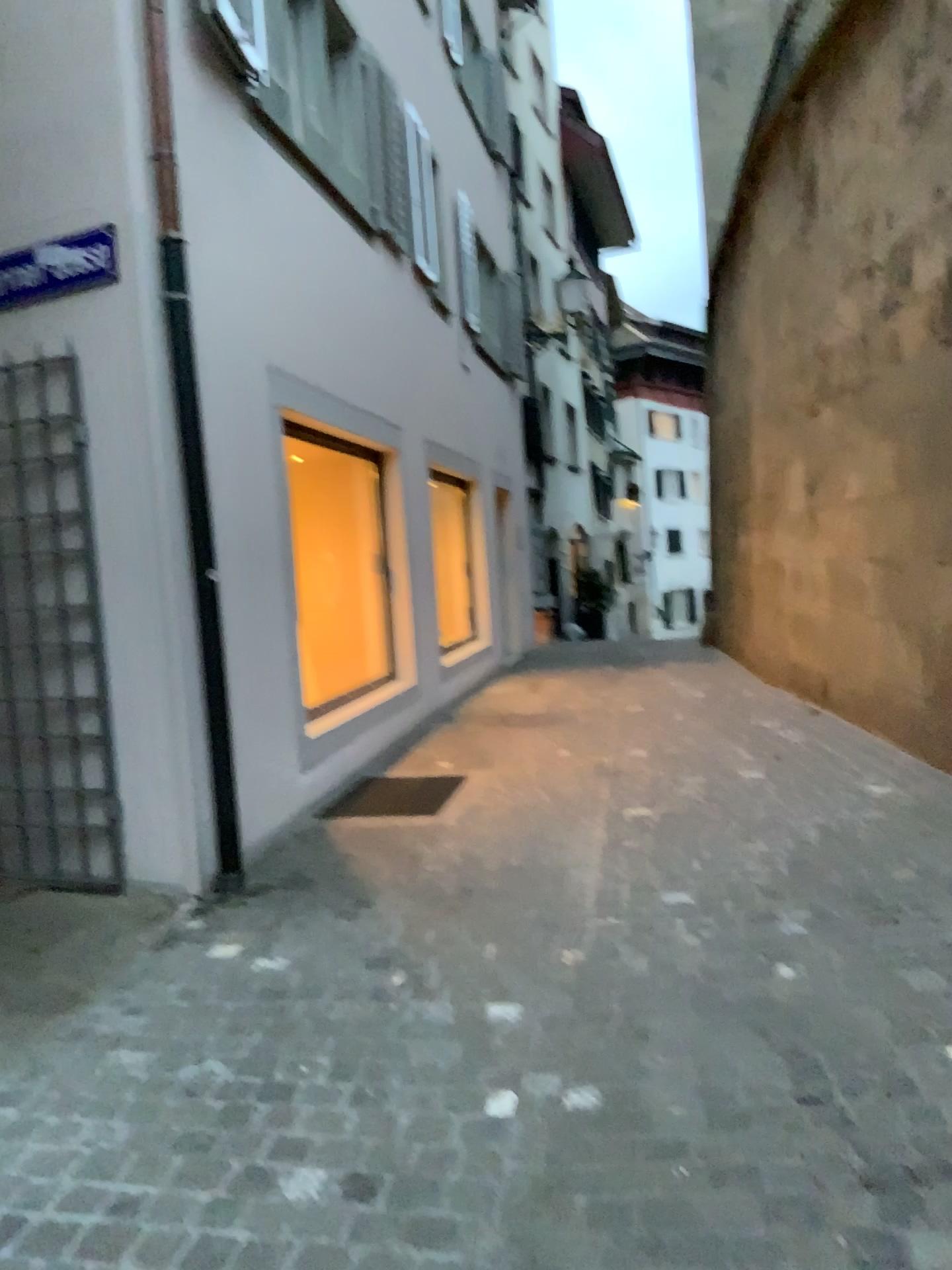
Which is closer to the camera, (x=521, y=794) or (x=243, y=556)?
(x=243, y=556)

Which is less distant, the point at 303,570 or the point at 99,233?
the point at 99,233

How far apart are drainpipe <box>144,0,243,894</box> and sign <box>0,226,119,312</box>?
0.3m

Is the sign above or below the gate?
above

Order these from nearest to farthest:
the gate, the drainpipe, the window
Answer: the drainpipe, the gate, the window

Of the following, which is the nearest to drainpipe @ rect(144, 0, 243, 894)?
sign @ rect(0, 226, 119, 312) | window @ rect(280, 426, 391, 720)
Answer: sign @ rect(0, 226, 119, 312)

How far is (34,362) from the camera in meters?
4.3

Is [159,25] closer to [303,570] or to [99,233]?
[99,233]

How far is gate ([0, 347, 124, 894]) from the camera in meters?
4.3 m

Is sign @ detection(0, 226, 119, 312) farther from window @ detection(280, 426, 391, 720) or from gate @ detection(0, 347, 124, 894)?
window @ detection(280, 426, 391, 720)
